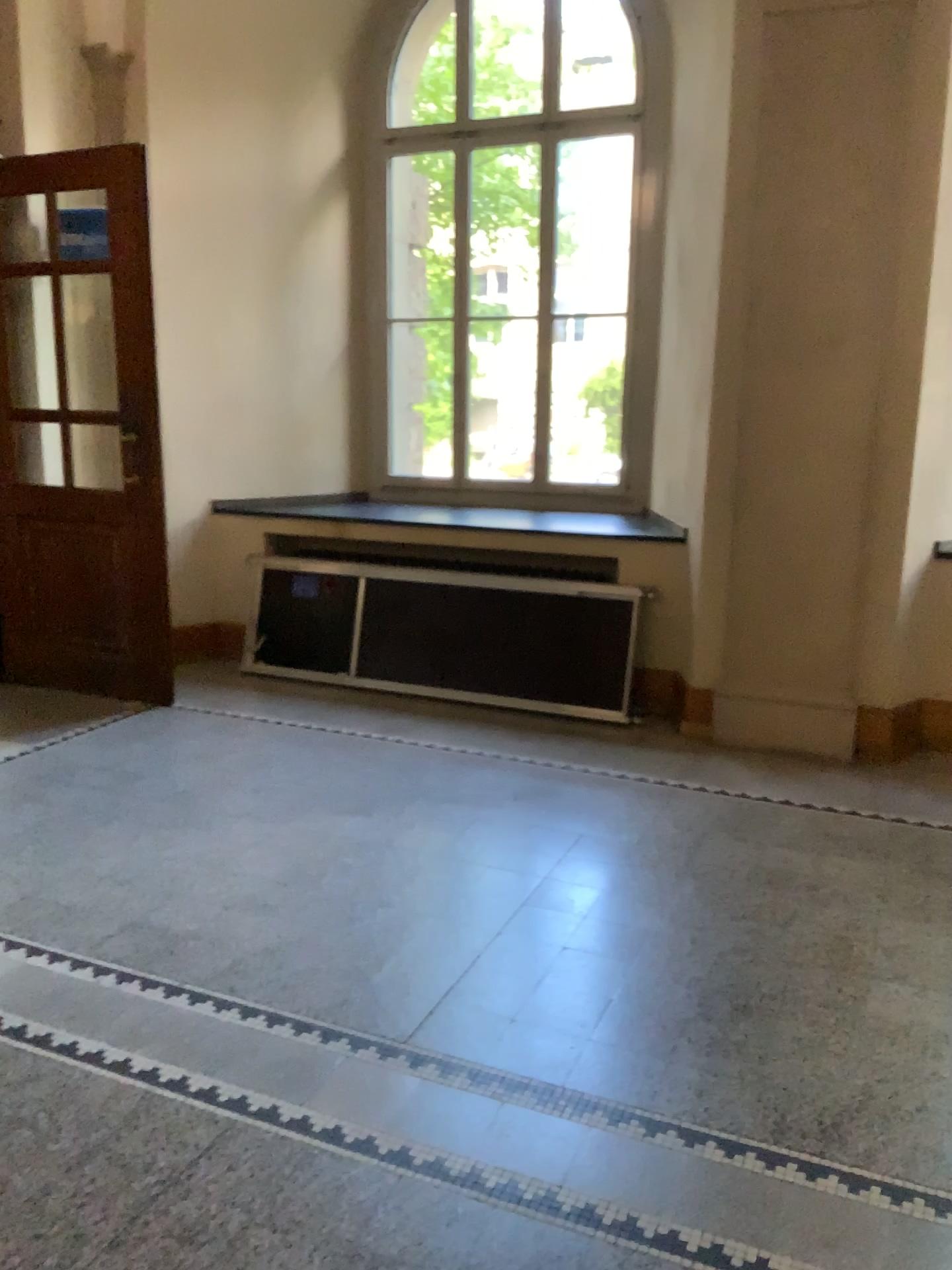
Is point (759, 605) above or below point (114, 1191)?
above
